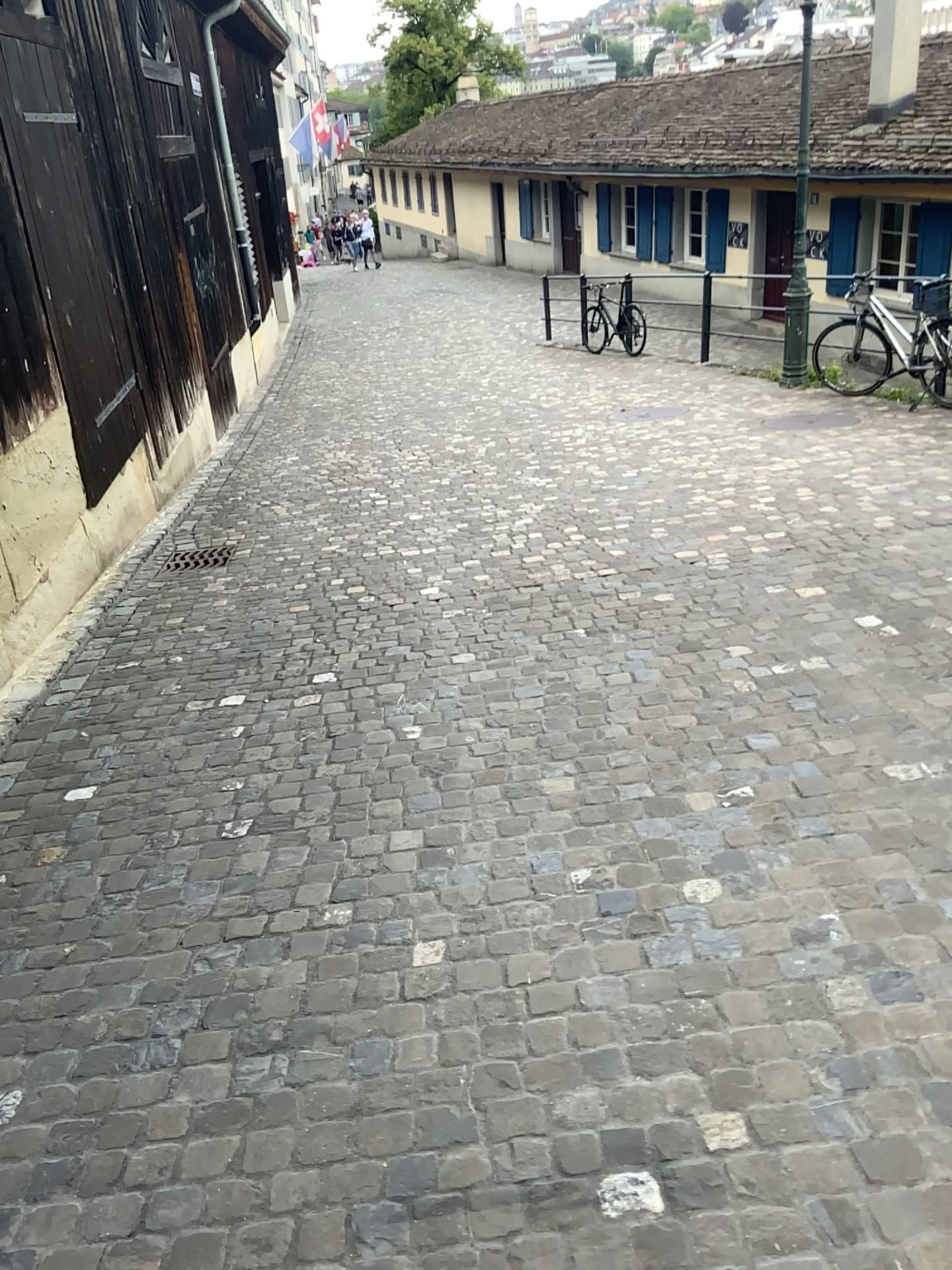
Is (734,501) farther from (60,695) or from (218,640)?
(60,695)
